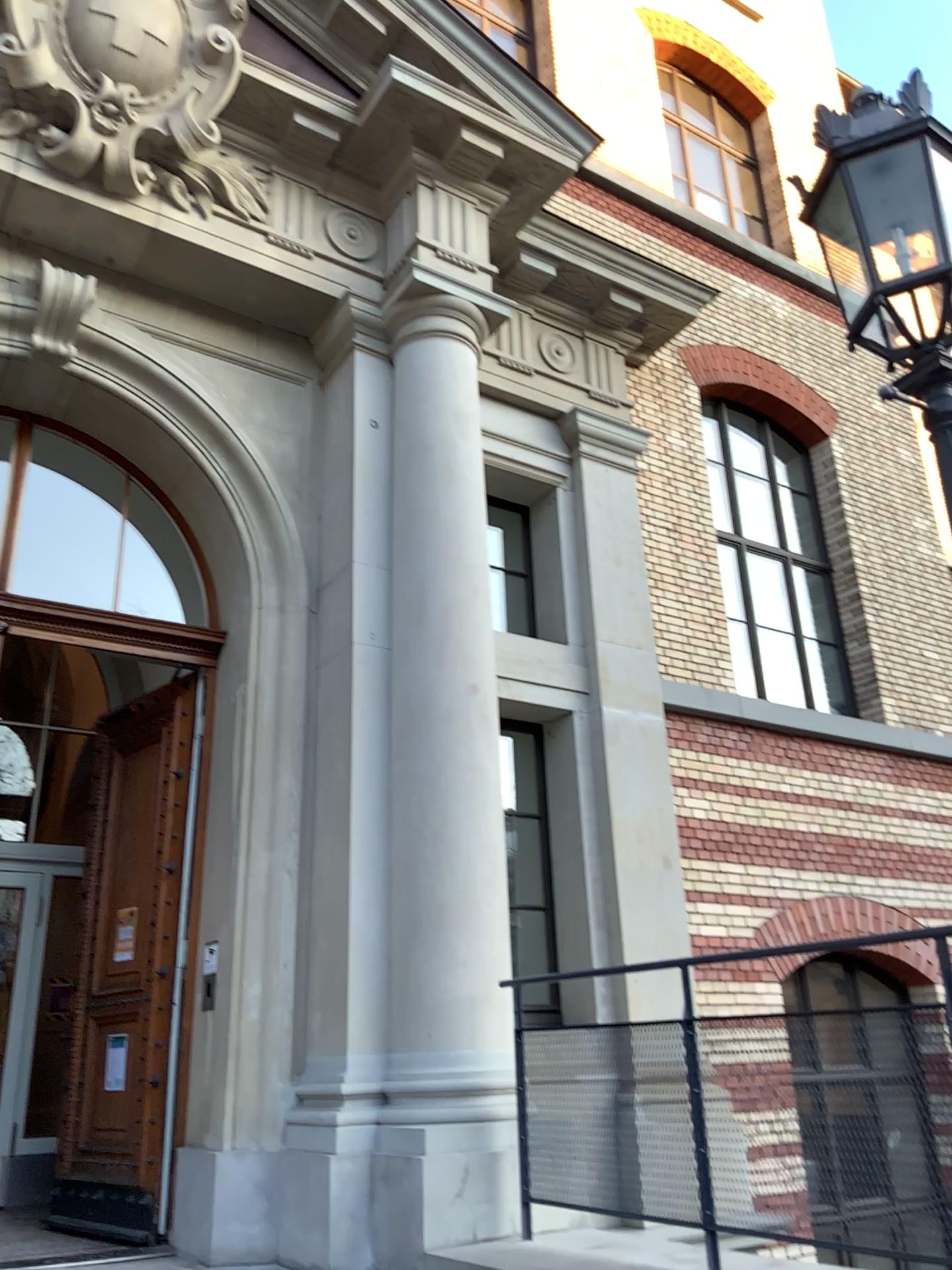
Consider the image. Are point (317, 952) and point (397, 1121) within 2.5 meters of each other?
yes
